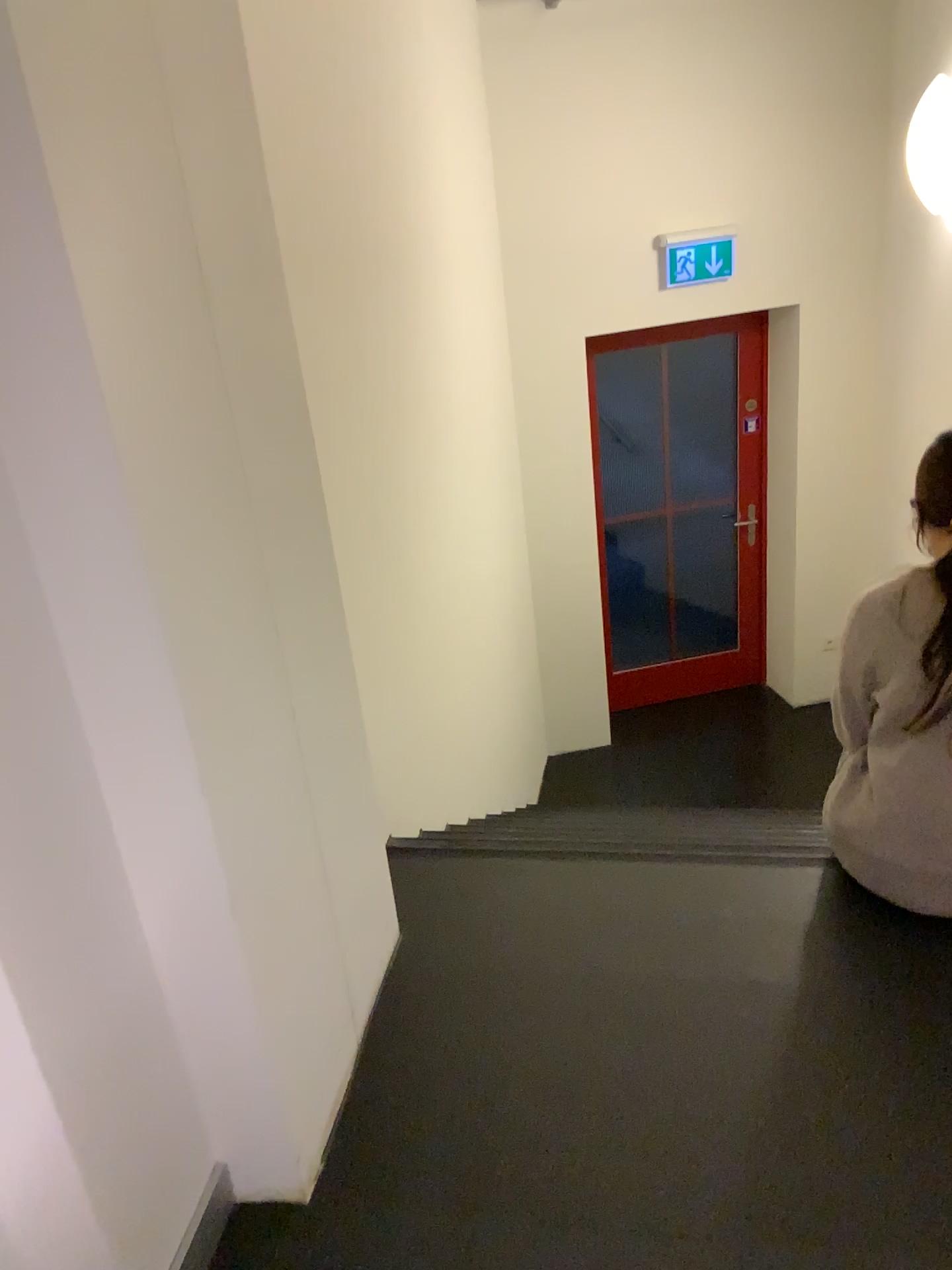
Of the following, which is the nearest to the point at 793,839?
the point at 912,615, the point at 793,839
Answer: the point at 793,839

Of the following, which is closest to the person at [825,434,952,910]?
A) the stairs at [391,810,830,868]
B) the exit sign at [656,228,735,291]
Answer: the stairs at [391,810,830,868]

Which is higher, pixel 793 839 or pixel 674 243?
pixel 674 243

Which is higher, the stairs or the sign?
the sign

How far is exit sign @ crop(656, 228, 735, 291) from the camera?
4.6m

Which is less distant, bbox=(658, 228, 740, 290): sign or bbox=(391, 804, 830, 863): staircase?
bbox=(391, 804, 830, 863): staircase

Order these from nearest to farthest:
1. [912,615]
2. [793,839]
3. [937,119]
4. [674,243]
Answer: [912,615] → [793,839] → [937,119] → [674,243]

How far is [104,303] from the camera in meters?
1.1 m

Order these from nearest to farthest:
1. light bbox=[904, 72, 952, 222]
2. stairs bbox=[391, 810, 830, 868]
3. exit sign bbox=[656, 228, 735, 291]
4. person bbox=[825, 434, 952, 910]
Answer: person bbox=[825, 434, 952, 910]
stairs bbox=[391, 810, 830, 868]
light bbox=[904, 72, 952, 222]
exit sign bbox=[656, 228, 735, 291]

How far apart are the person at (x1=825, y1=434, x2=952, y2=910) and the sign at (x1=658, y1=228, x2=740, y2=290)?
3.1m
